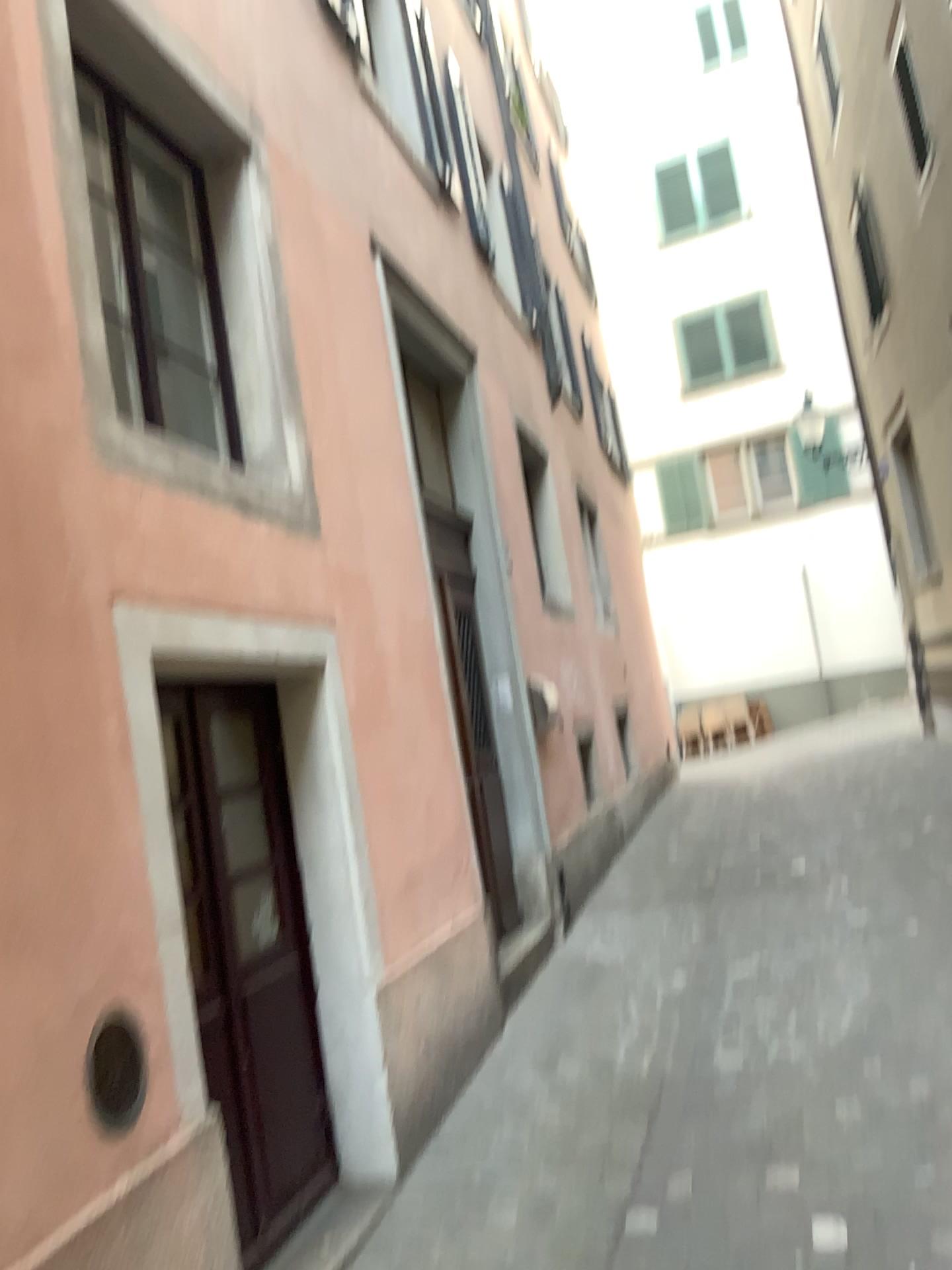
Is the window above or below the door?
above

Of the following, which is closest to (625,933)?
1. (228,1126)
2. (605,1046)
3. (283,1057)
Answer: (605,1046)

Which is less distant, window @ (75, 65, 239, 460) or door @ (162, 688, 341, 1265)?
door @ (162, 688, 341, 1265)

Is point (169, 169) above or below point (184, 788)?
above

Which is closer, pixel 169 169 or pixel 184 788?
pixel 184 788
